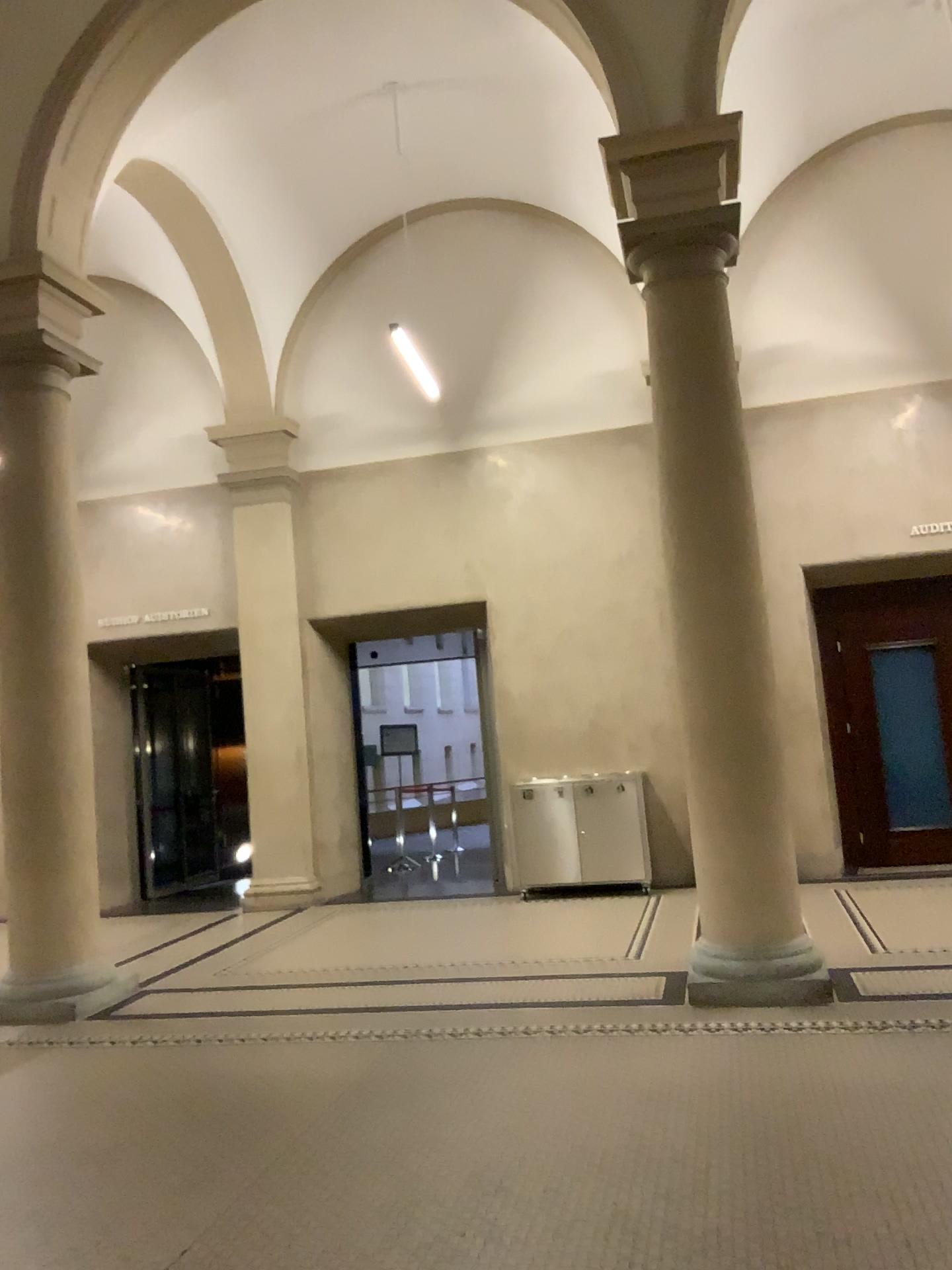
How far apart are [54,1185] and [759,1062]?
2.7m
